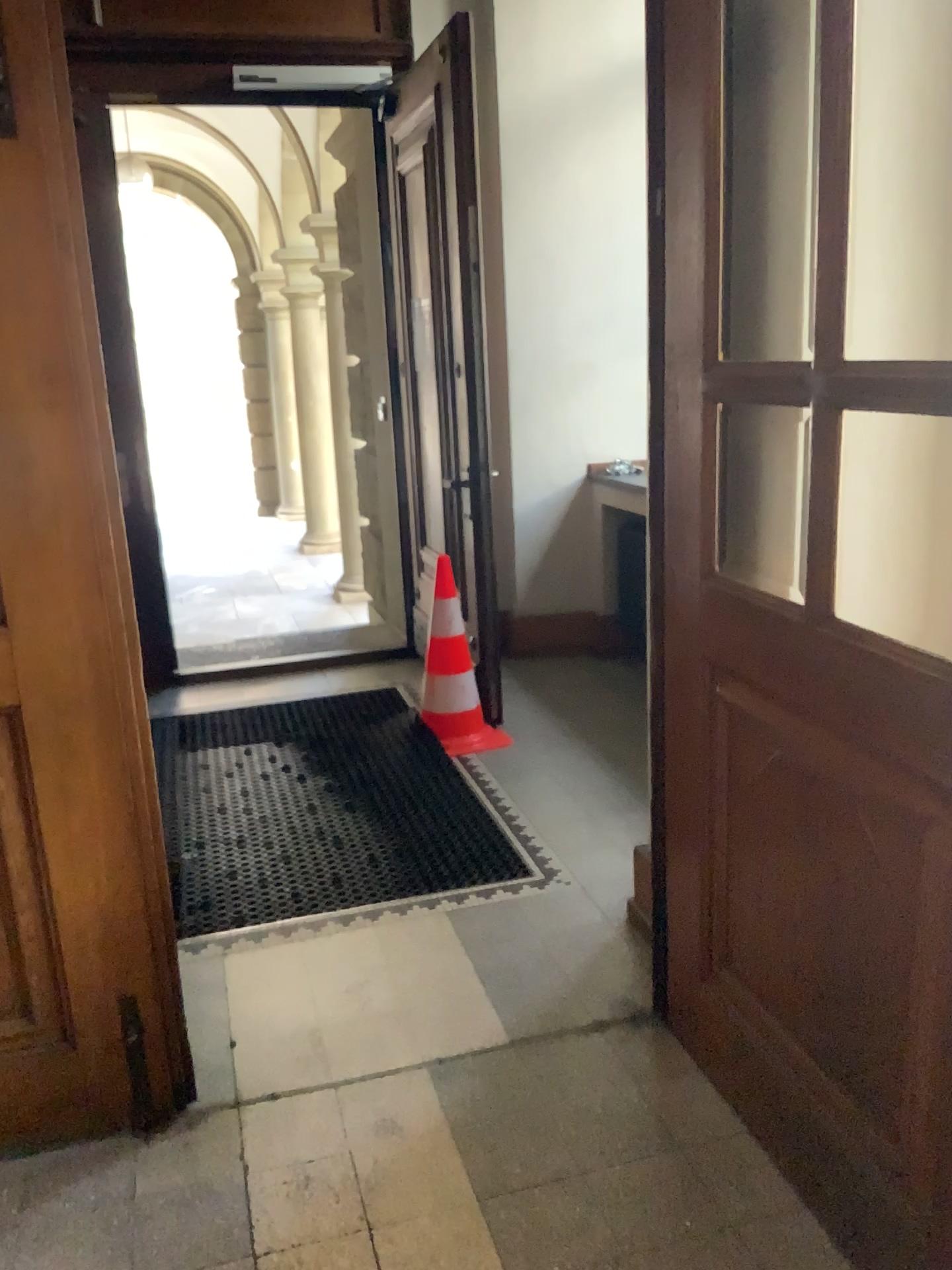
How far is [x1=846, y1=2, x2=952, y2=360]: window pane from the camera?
1.8 meters

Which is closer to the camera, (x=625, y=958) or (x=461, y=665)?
(x=625, y=958)

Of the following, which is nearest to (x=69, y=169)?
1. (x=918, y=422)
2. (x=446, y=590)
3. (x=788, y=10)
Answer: (x=788, y=10)

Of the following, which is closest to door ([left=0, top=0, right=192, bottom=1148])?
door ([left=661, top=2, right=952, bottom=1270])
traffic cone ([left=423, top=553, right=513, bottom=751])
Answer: door ([left=661, top=2, right=952, bottom=1270])

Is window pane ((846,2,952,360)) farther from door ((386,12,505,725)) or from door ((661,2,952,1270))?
door ((386,12,505,725))

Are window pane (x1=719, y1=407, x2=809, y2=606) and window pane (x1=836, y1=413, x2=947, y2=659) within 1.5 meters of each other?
yes

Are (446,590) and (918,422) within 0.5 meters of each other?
no

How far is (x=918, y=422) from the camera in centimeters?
187cm

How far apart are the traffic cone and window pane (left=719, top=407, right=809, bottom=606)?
2.2 meters

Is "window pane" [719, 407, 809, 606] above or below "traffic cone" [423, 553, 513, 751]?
above
